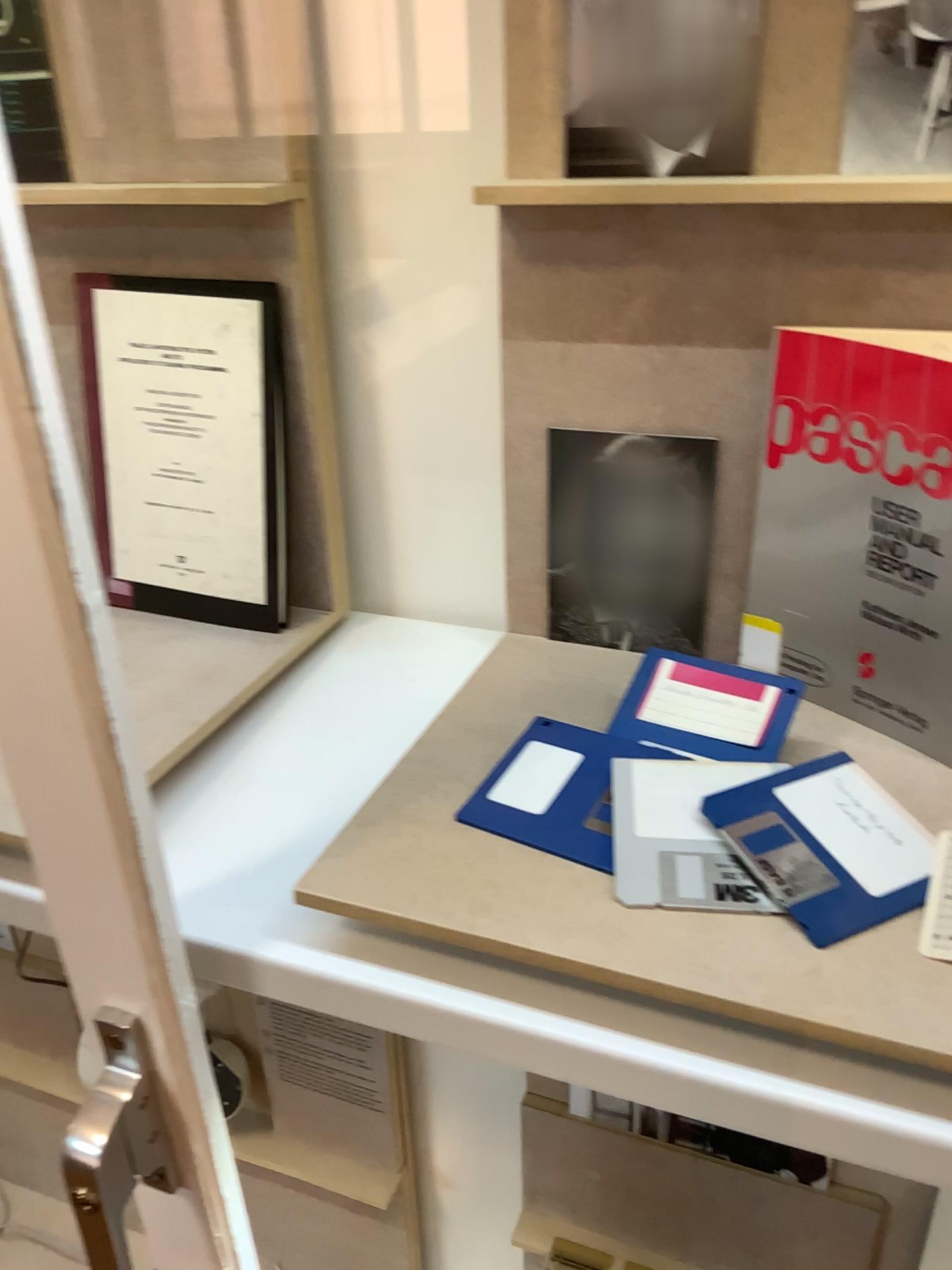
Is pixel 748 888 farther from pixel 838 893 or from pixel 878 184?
pixel 878 184

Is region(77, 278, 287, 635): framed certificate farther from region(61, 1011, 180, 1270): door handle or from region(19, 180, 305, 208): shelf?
region(61, 1011, 180, 1270): door handle

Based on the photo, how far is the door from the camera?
0.4m

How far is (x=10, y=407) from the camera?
0.4 meters

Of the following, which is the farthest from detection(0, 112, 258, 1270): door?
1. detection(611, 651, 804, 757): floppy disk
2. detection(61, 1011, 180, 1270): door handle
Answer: detection(611, 651, 804, 757): floppy disk

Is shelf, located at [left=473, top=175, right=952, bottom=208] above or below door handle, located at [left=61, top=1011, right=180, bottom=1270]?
above

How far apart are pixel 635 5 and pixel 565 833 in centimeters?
44cm

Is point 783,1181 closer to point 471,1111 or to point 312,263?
point 471,1111

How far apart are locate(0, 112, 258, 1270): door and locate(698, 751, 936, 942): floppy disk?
0.3 meters

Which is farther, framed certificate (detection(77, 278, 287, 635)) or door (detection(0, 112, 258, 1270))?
framed certificate (detection(77, 278, 287, 635))
